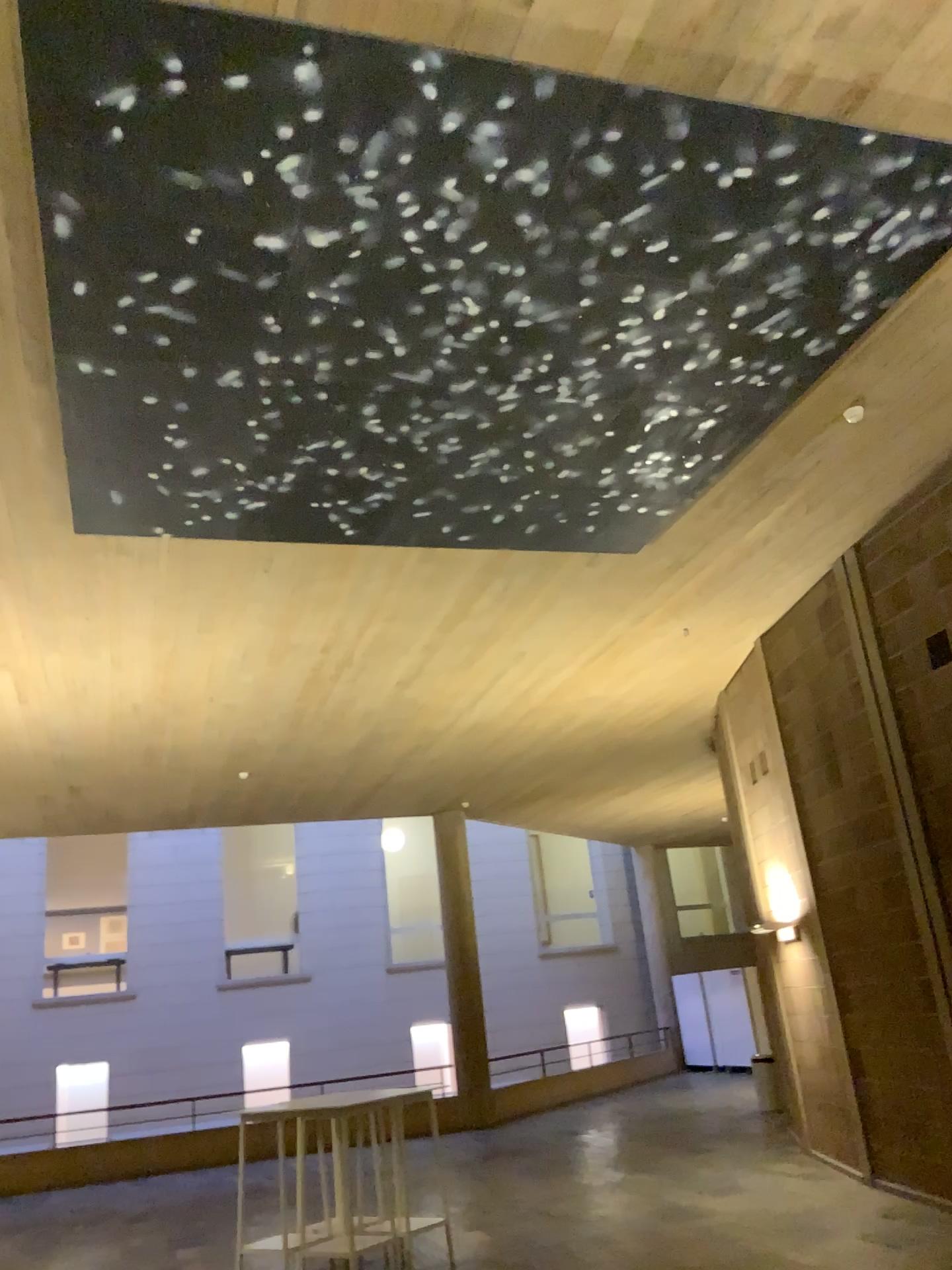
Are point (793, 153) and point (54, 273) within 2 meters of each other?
no
